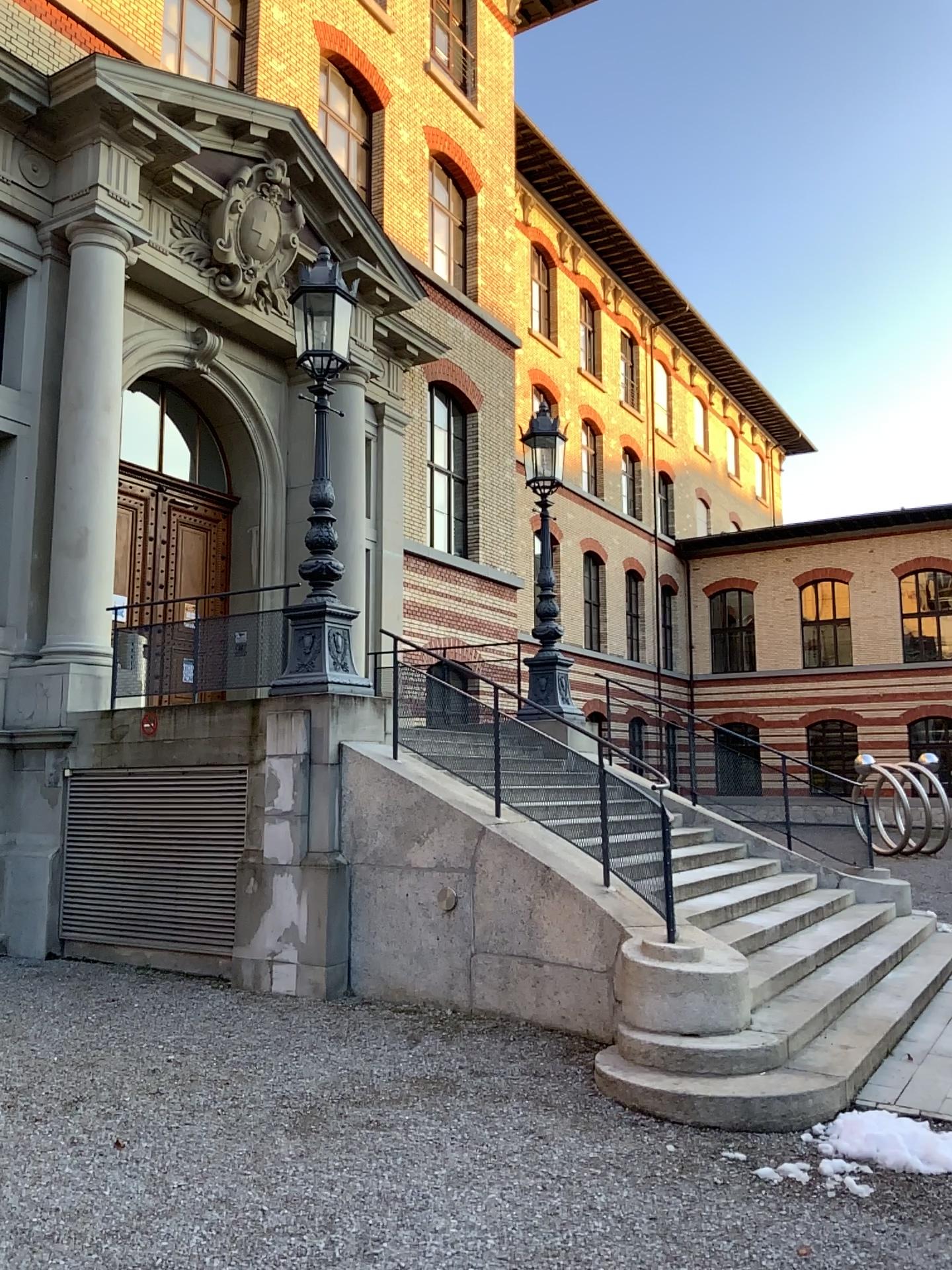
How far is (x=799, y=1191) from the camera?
4.4m
